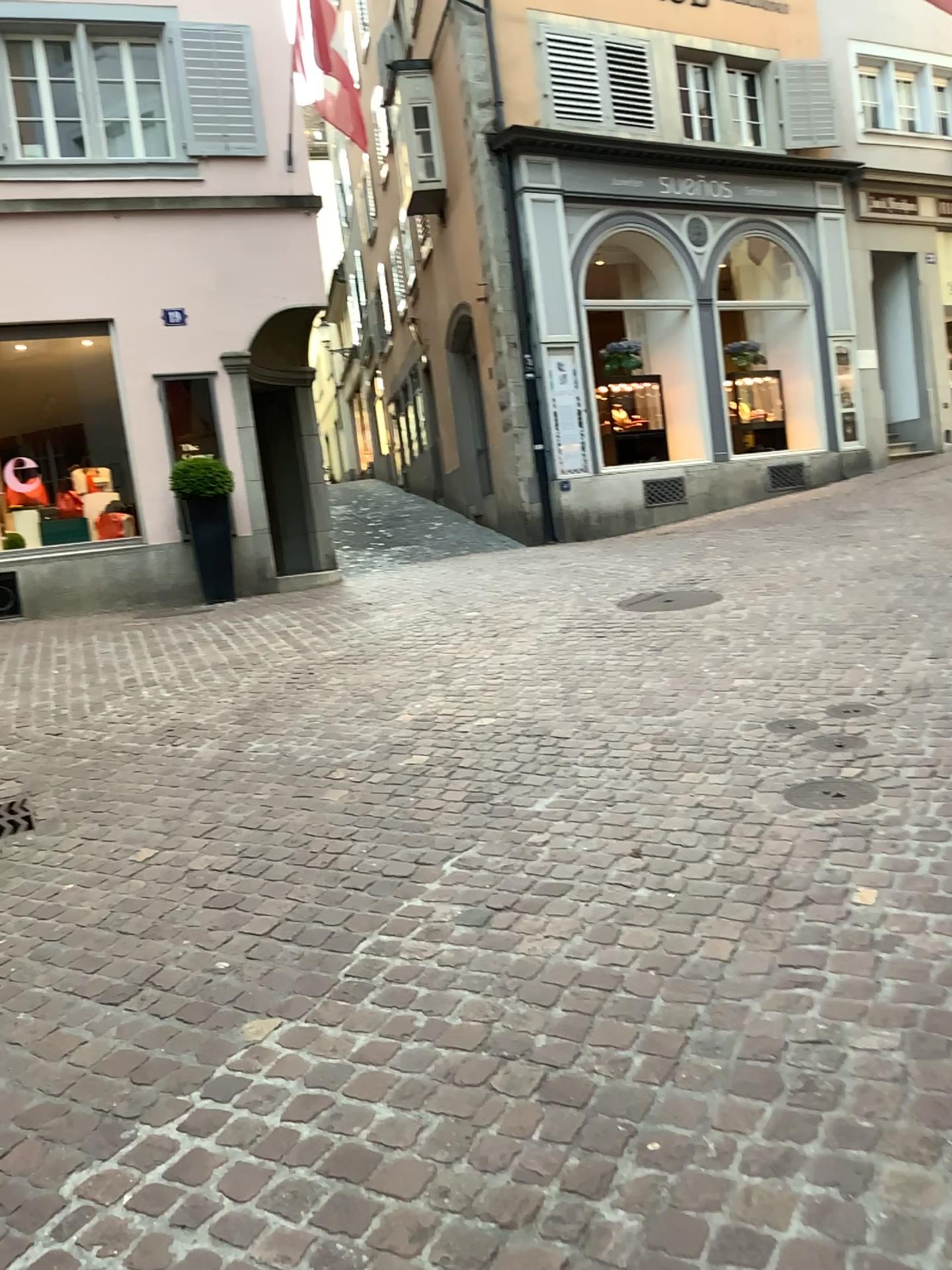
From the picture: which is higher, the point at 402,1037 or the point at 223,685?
the point at 223,685
